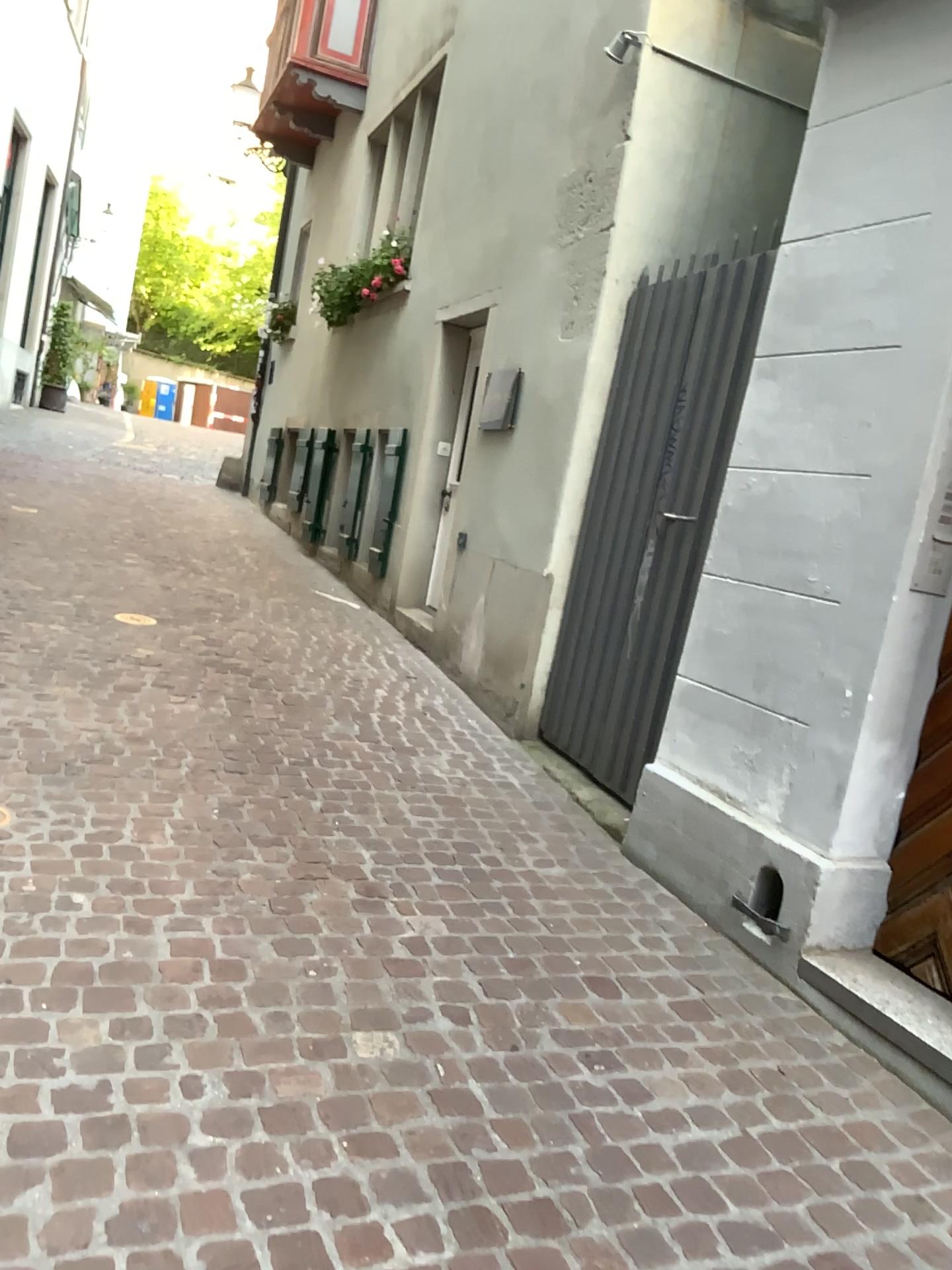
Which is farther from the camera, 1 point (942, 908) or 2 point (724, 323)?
2 point (724, 323)

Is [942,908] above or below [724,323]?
below

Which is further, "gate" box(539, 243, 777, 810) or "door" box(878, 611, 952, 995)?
"gate" box(539, 243, 777, 810)

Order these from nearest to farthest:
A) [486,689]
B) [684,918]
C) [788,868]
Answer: [788,868], [684,918], [486,689]

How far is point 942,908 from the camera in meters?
2.8

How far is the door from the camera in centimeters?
277cm
